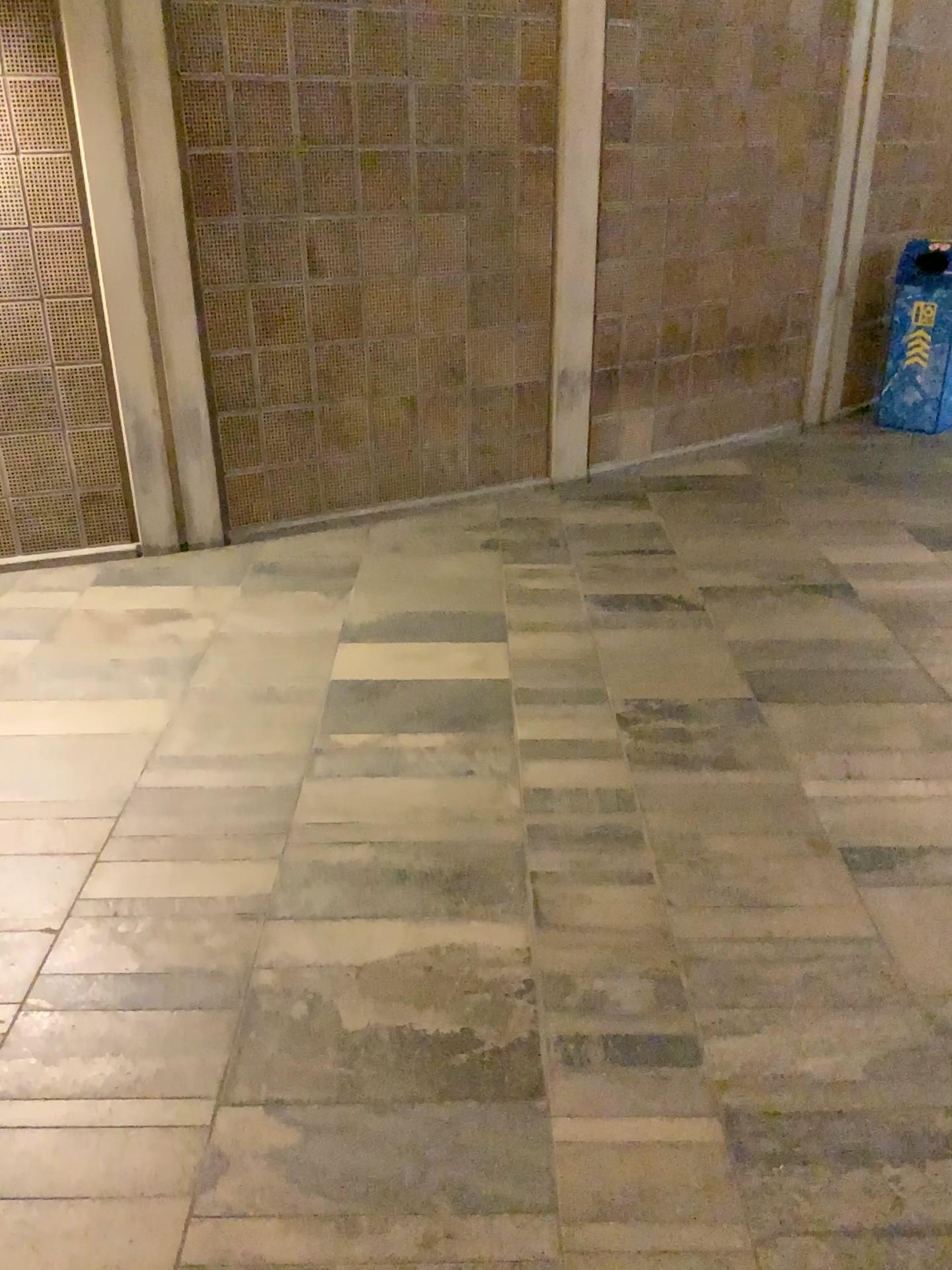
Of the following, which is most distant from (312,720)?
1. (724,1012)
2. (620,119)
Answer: (620,119)
